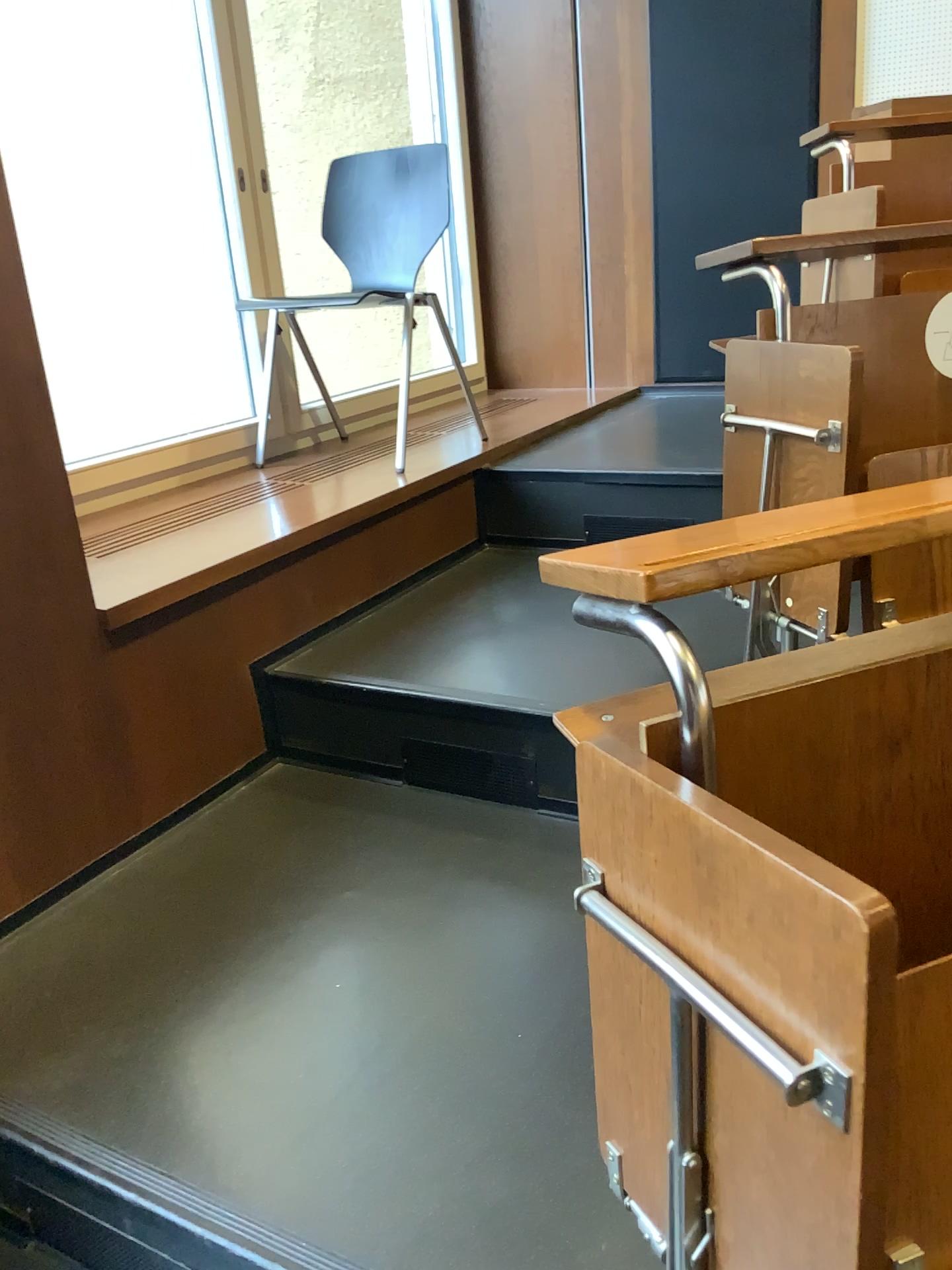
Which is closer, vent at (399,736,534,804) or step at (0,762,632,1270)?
step at (0,762,632,1270)

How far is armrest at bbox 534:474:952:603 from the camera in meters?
0.8

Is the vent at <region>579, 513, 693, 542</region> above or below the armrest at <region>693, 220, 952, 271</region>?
below

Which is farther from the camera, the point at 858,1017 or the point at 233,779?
the point at 233,779

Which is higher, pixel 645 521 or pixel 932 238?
pixel 932 238

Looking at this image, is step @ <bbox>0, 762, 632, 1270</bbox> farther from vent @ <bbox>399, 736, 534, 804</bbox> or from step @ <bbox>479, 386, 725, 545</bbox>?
step @ <bbox>479, 386, 725, 545</bbox>

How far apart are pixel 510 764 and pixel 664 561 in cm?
125

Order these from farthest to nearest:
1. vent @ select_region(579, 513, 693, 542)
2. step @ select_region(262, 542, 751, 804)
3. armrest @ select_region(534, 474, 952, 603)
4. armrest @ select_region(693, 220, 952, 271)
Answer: vent @ select_region(579, 513, 693, 542) < armrest @ select_region(693, 220, 952, 271) < step @ select_region(262, 542, 751, 804) < armrest @ select_region(534, 474, 952, 603)

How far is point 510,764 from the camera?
2.0m

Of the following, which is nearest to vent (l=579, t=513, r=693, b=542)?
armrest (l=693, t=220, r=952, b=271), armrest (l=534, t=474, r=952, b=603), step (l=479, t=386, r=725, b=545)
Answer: step (l=479, t=386, r=725, b=545)
